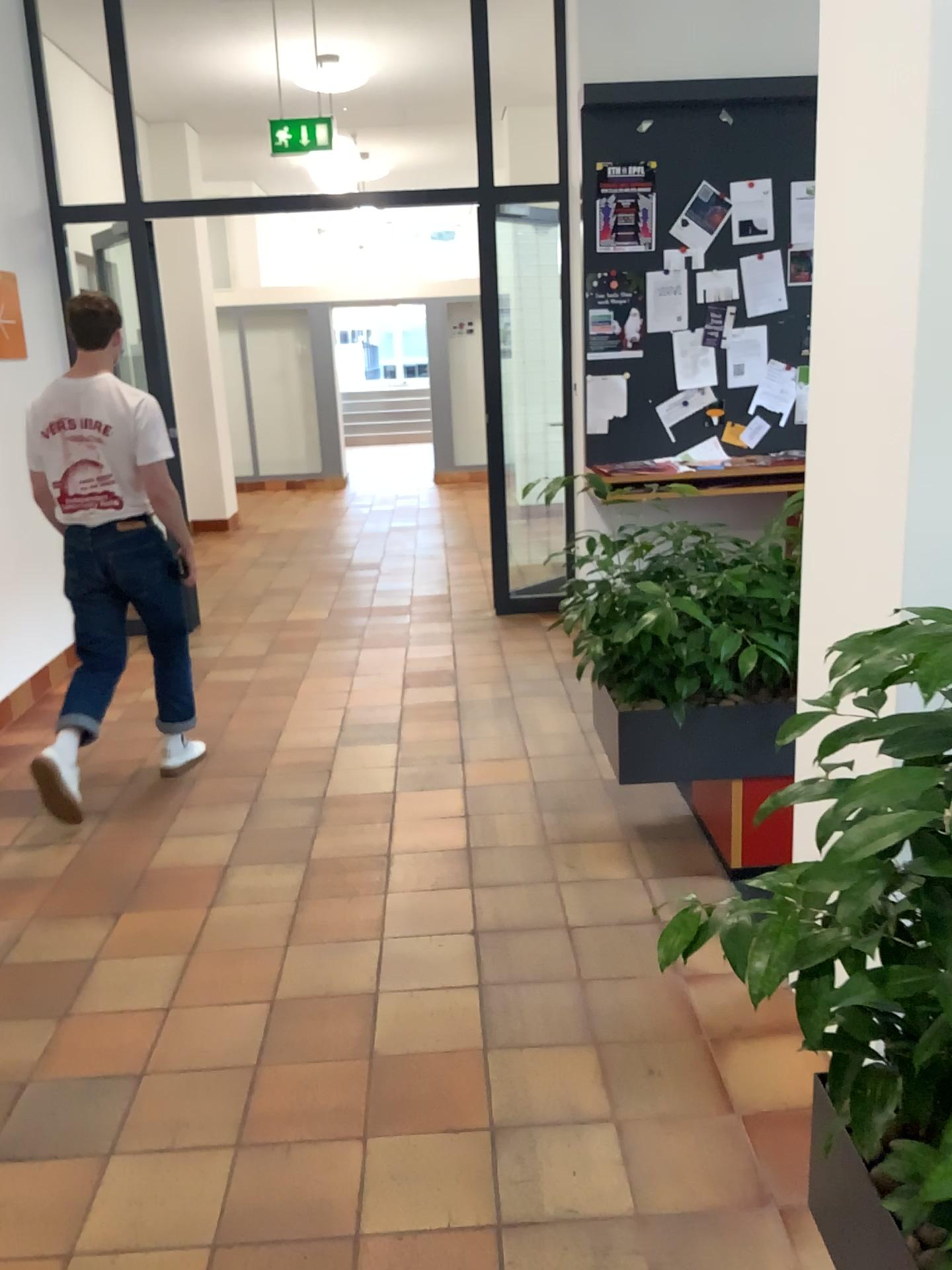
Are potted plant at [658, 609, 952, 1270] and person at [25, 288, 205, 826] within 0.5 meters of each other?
no

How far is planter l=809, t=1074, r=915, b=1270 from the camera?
1.3 meters

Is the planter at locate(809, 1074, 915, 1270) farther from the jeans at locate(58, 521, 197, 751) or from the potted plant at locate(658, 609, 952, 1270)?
the jeans at locate(58, 521, 197, 751)

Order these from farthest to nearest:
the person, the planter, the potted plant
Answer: the person → the planter → the potted plant

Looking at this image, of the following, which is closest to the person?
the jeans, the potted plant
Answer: the jeans

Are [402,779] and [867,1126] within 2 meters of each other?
no

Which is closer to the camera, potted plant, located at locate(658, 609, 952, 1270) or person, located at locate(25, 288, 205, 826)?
potted plant, located at locate(658, 609, 952, 1270)

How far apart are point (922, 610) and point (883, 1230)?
0.81m

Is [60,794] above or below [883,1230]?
below

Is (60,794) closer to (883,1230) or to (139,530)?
(139,530)
